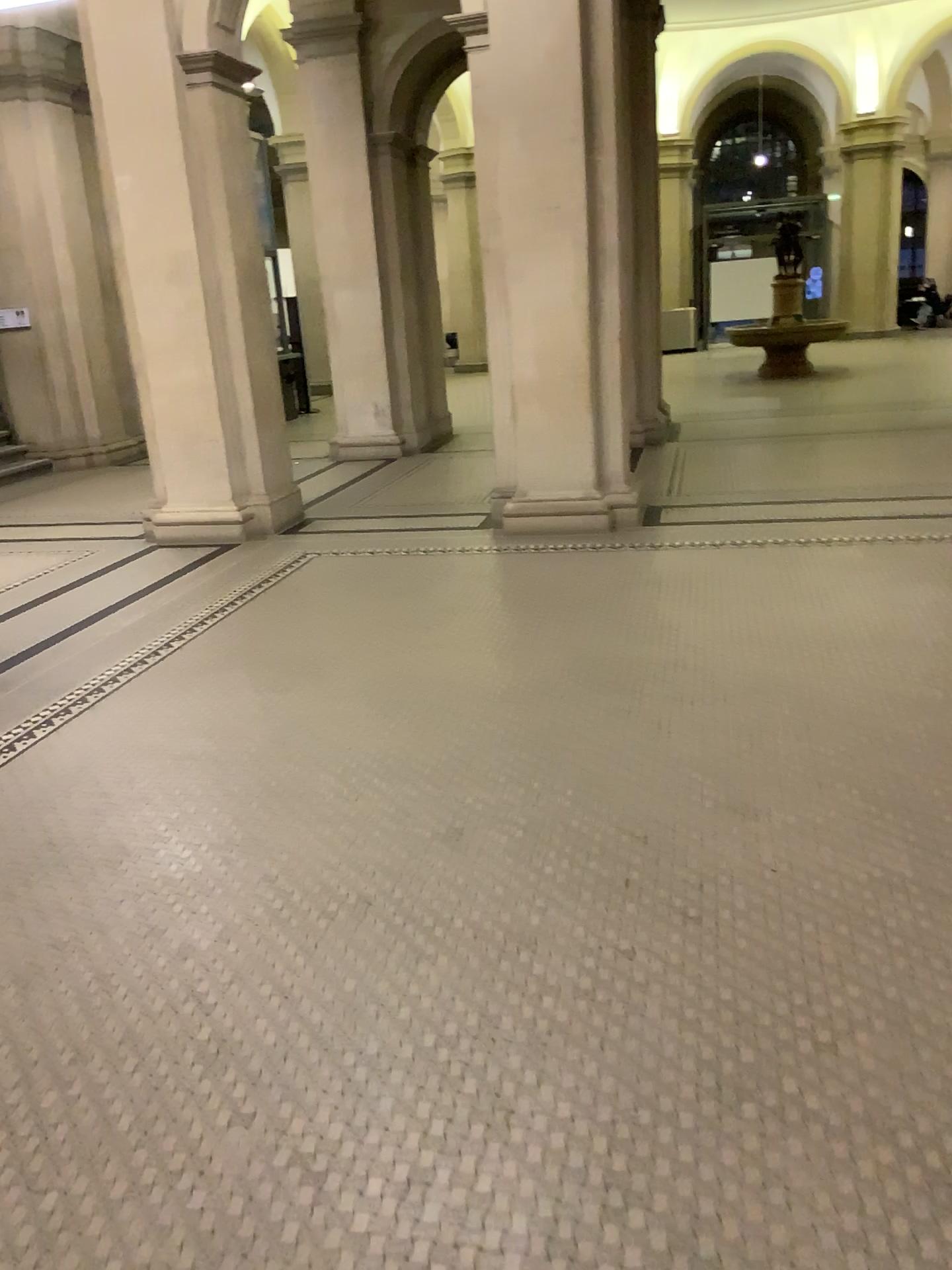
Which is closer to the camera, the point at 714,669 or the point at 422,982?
the point at 422,982
